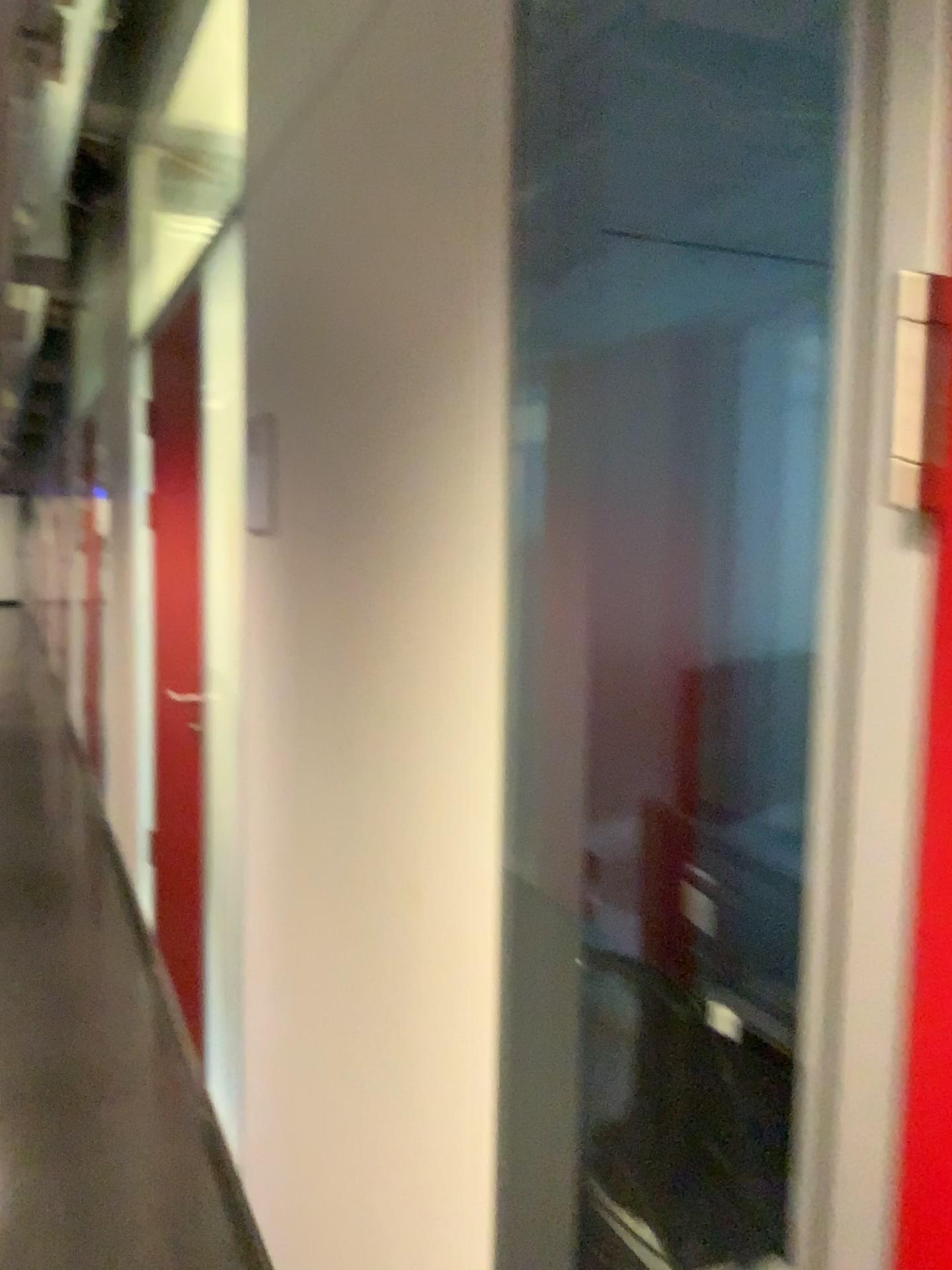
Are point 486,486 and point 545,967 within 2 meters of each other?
yes
